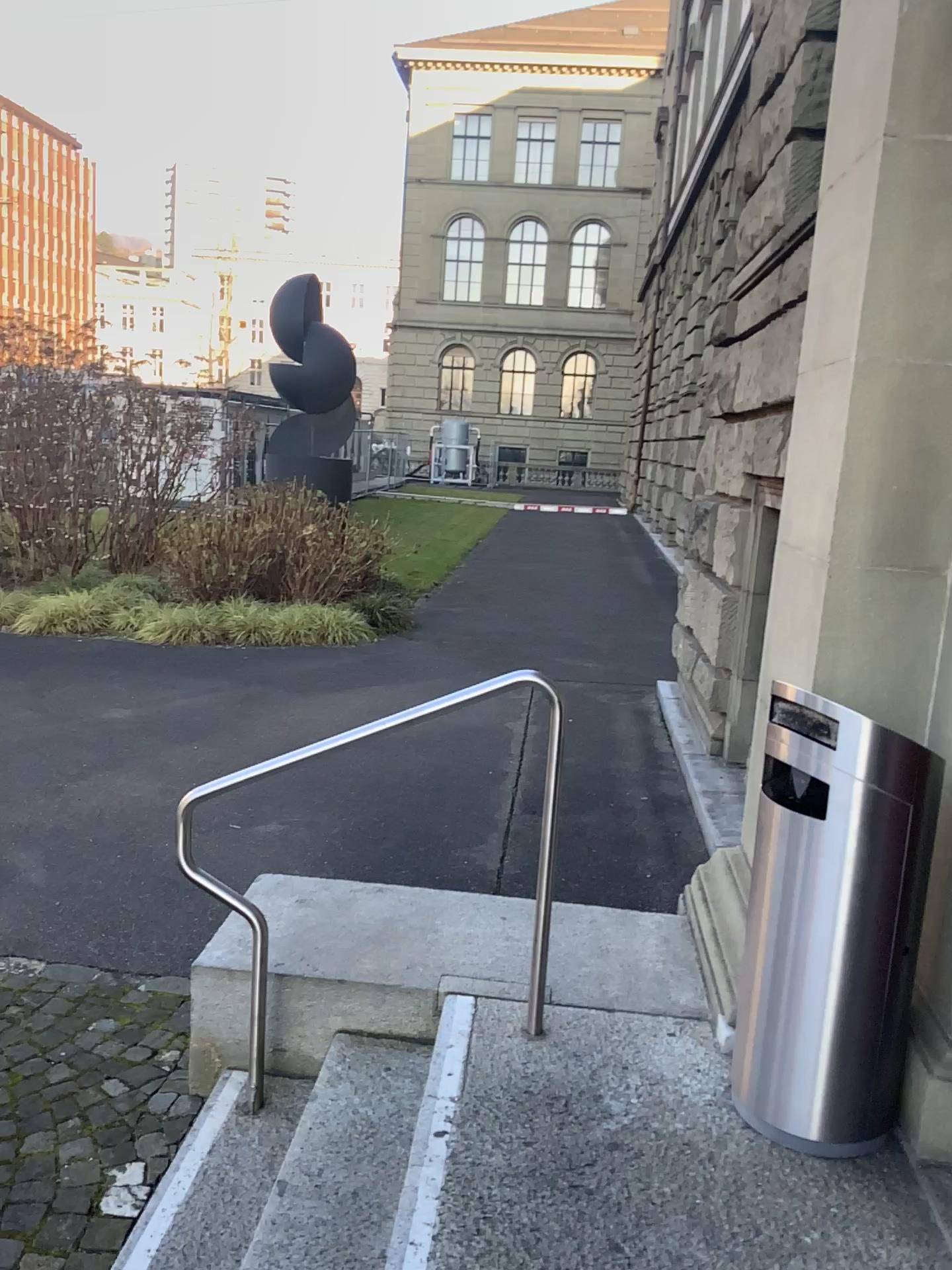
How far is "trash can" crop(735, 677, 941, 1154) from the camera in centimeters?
226cm

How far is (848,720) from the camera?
2.3m

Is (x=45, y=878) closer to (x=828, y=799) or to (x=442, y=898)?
(x=442, y=898)
